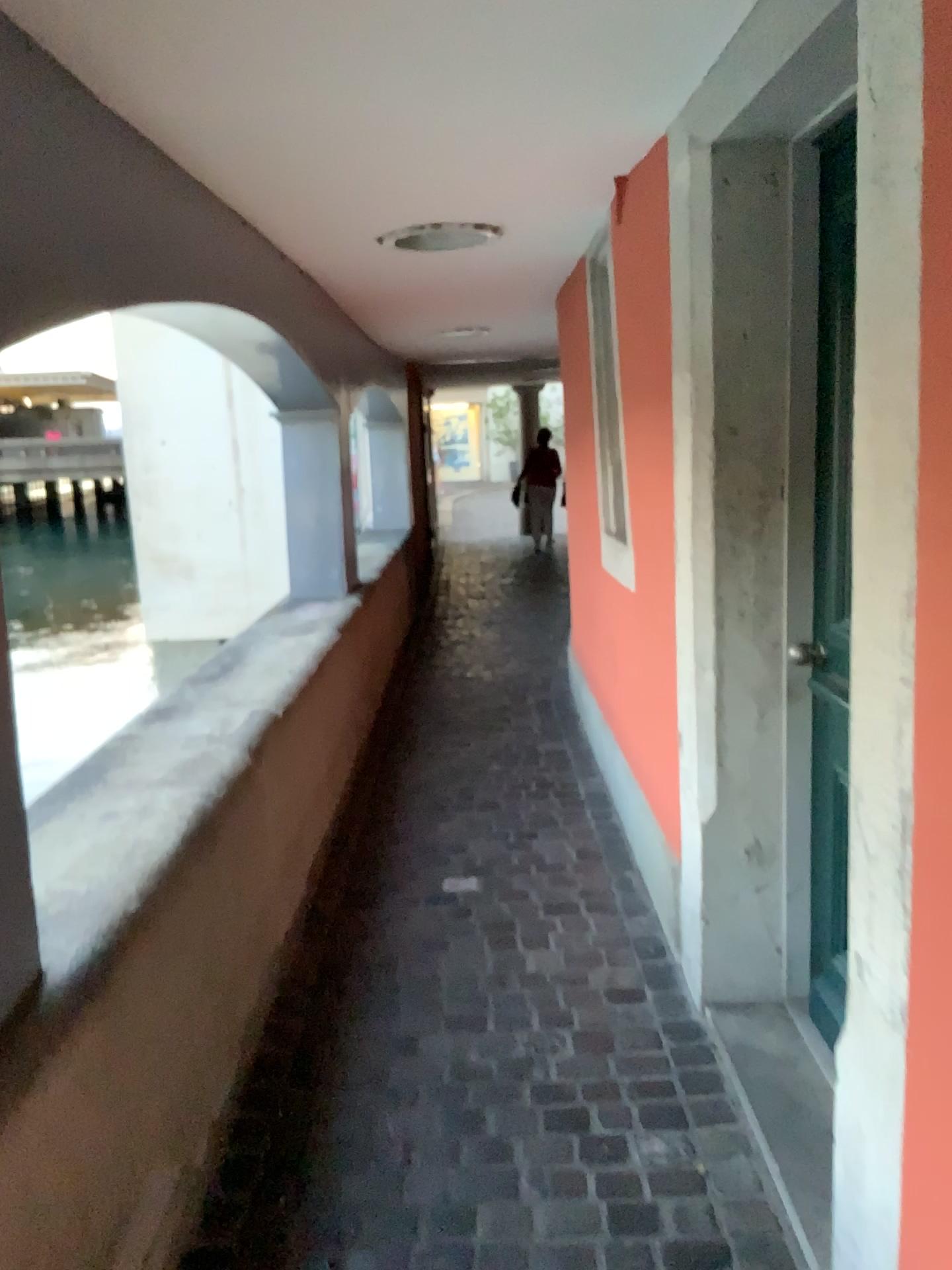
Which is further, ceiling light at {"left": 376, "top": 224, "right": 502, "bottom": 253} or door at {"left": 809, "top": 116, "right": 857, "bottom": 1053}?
ceiling light at {"left": 376, "top": 224, "right": 502, "bottom": 253}

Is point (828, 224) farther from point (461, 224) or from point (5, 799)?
point (5, 799)

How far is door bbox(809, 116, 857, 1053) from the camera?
2.15m

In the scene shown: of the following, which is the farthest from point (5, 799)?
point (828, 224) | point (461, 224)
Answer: point (461, 224)

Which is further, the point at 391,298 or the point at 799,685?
the point at 391,298

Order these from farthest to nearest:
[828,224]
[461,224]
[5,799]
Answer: [461,224] < [828,224] < [5,799]

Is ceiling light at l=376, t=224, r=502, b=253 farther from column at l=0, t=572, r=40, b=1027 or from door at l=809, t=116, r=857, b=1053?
column at l=0, t=572, r=40, b=1027

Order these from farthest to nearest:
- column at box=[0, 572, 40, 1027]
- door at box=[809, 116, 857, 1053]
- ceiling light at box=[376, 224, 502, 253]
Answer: ceiling light at box=[376, 224, 502, 253]
door at box=[809, 116, 857, 1053]
column at box=[0, 572, 40, 1027]

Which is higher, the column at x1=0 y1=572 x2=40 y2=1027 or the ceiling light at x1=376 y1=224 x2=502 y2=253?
the ceiling light at x1=376 y1=224 x2=502 y2=253

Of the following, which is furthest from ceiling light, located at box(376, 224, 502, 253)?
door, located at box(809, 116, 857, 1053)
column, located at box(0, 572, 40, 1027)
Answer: column, located at box(0, 572, 40, 1027)
